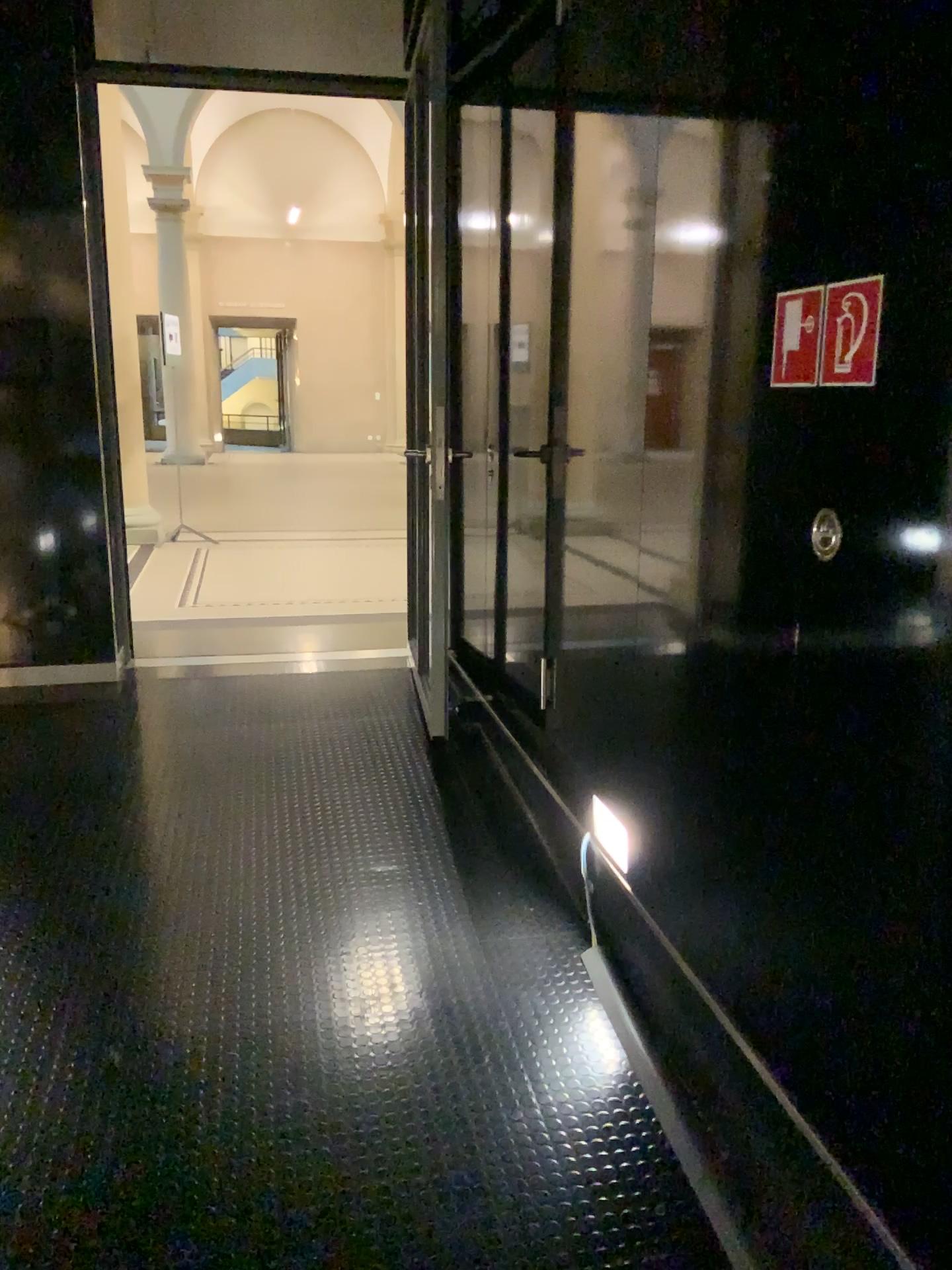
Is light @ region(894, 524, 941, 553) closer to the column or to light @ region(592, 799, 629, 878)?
light @ region(592, 799, 629, 878)

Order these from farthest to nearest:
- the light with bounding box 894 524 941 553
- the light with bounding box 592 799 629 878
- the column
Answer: the column
the light with bounding box 592 799 629 878
the light with bounding box 894 524 941 553

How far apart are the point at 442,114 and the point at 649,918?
3.1 meters

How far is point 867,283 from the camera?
1.5 meters

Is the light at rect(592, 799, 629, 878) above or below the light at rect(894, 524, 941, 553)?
below

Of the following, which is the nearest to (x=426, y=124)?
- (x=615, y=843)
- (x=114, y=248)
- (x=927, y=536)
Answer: (x=114, y=248)

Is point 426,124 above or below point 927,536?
above

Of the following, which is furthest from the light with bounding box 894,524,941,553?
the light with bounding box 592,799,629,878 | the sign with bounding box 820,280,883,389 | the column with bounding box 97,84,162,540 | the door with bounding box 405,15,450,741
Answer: the column with bounding box 97,84,162,540

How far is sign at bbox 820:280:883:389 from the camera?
1.5 meters

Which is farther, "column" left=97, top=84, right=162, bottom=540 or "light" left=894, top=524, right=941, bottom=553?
"column" left=97, top=84, right=162, bottom=540
